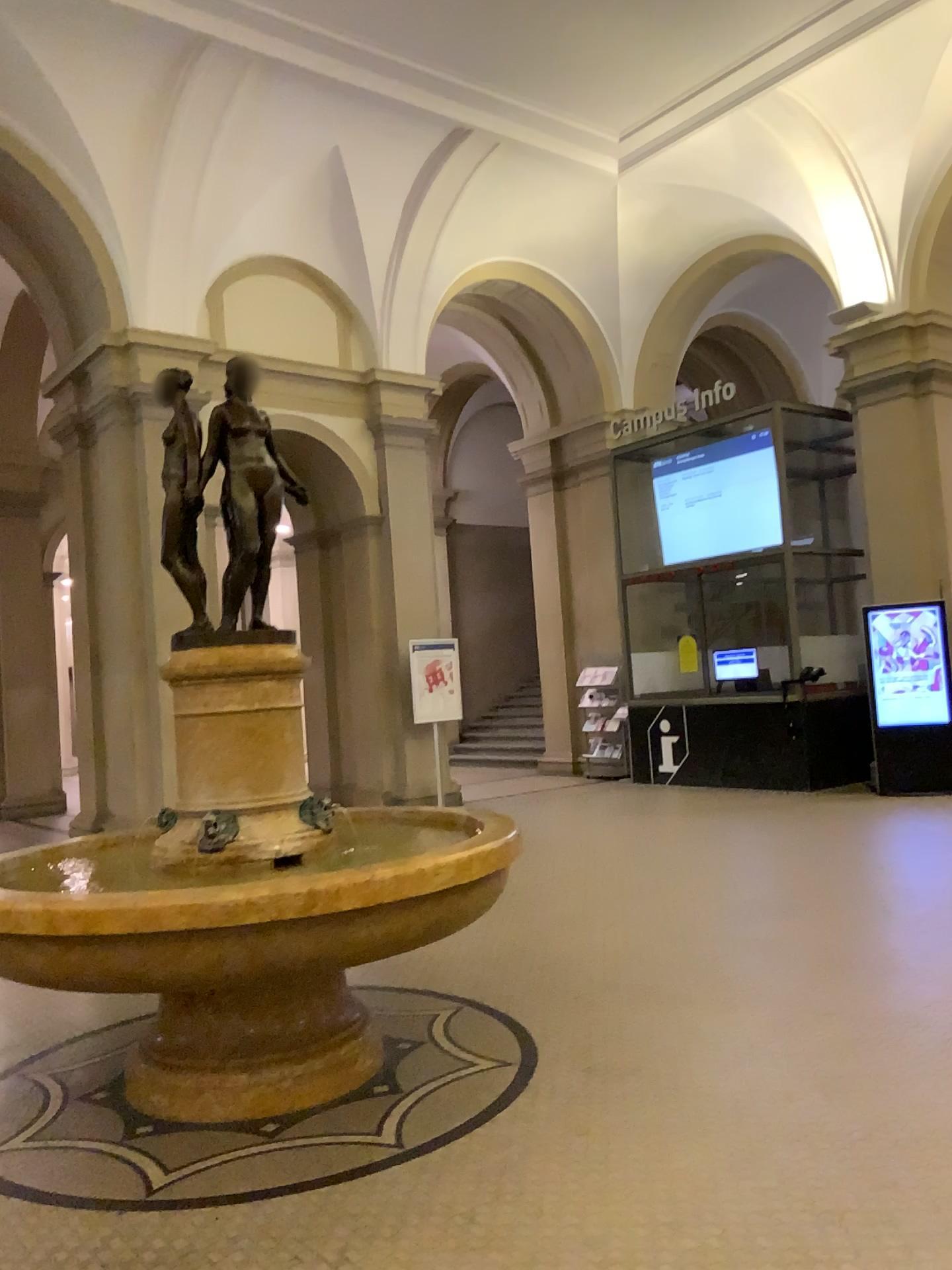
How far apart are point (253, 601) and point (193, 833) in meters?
0.8
